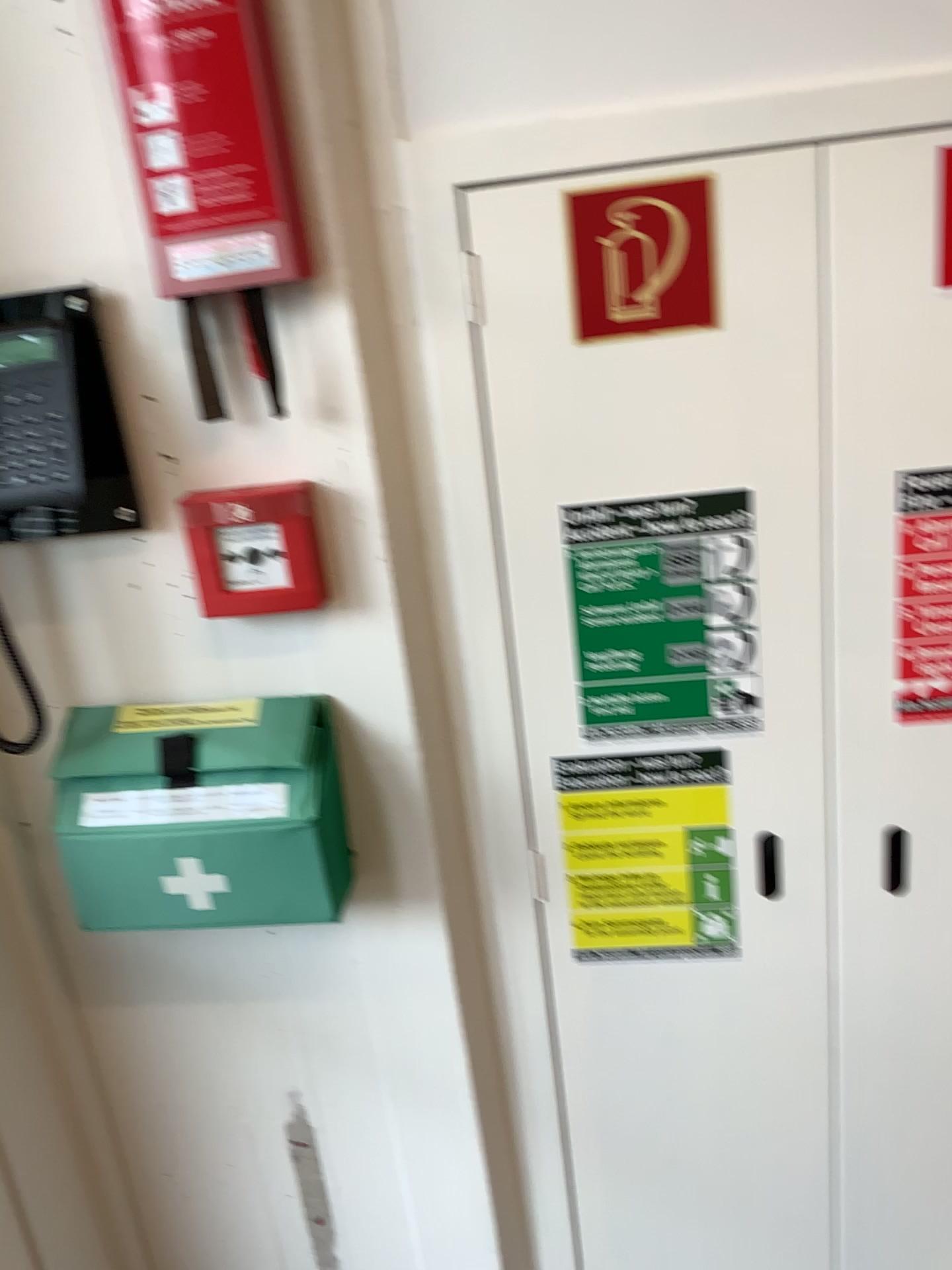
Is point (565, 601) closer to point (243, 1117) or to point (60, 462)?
point (60, 462)

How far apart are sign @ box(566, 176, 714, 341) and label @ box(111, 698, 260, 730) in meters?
0.5 m

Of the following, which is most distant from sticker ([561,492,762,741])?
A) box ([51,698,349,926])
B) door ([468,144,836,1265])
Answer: box ([51,698,349,926])

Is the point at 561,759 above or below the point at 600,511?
below

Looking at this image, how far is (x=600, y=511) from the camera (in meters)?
1.14

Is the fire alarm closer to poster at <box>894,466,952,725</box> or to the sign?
the sign

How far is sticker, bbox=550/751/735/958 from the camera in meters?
1.2 m

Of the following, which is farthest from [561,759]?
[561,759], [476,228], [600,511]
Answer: [476,228]

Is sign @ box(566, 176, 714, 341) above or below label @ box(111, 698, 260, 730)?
above

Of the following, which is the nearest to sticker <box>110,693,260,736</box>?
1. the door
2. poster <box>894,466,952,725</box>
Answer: the door
